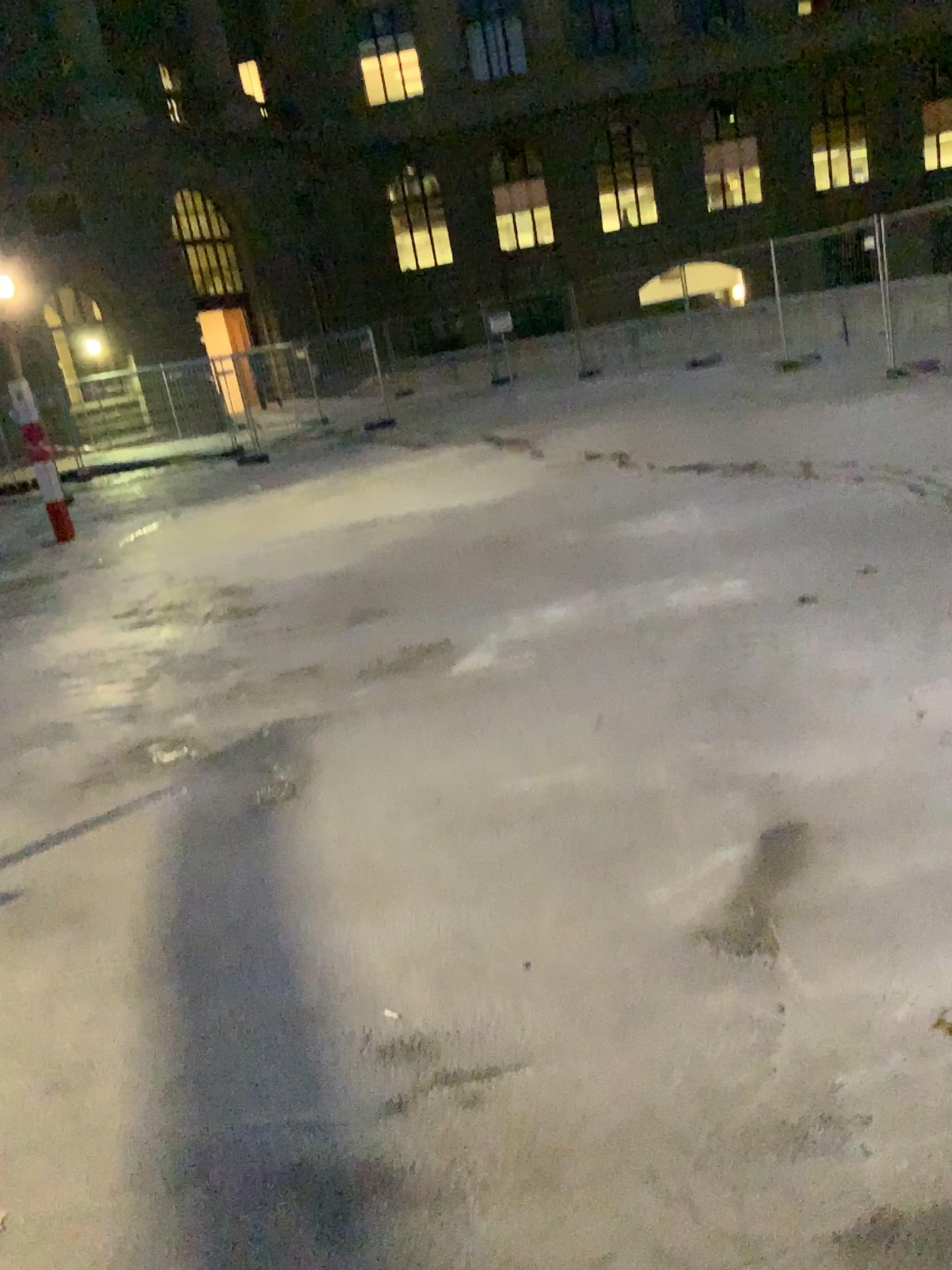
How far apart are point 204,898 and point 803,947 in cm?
189
